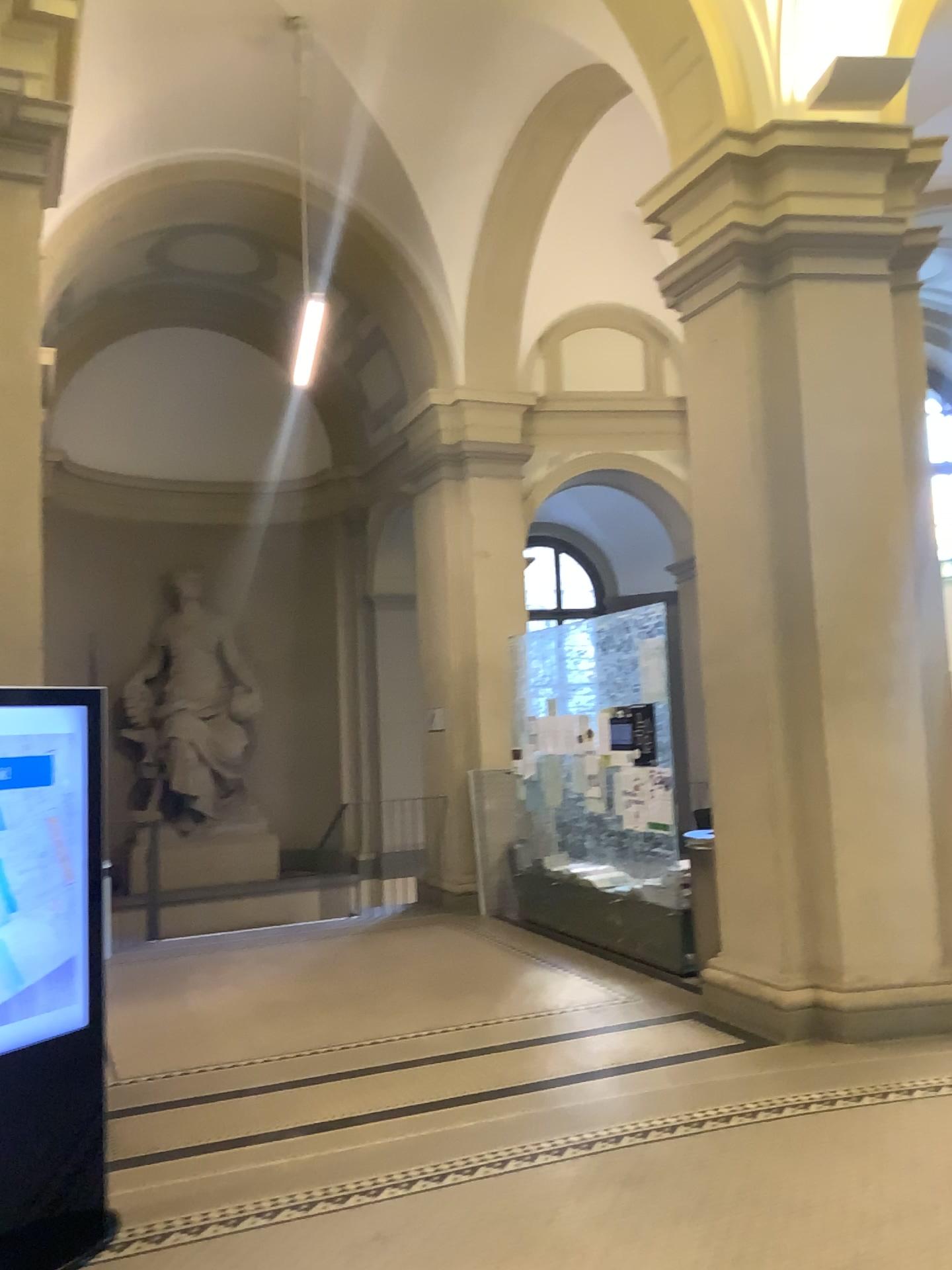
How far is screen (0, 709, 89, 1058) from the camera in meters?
3.4

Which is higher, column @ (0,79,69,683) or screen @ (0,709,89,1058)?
column @ (0,79,69,683)

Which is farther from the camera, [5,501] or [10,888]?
[5,501]

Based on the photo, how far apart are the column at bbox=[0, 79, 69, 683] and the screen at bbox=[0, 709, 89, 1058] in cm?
55

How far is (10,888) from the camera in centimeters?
343cm

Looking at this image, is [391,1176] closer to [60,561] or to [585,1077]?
[585,1077]

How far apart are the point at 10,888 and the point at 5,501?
1.50m

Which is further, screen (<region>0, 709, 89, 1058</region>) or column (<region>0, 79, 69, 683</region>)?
column (<region>0, 79, 69, 683</region>)

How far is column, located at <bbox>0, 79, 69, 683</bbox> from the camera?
4.0 meters
